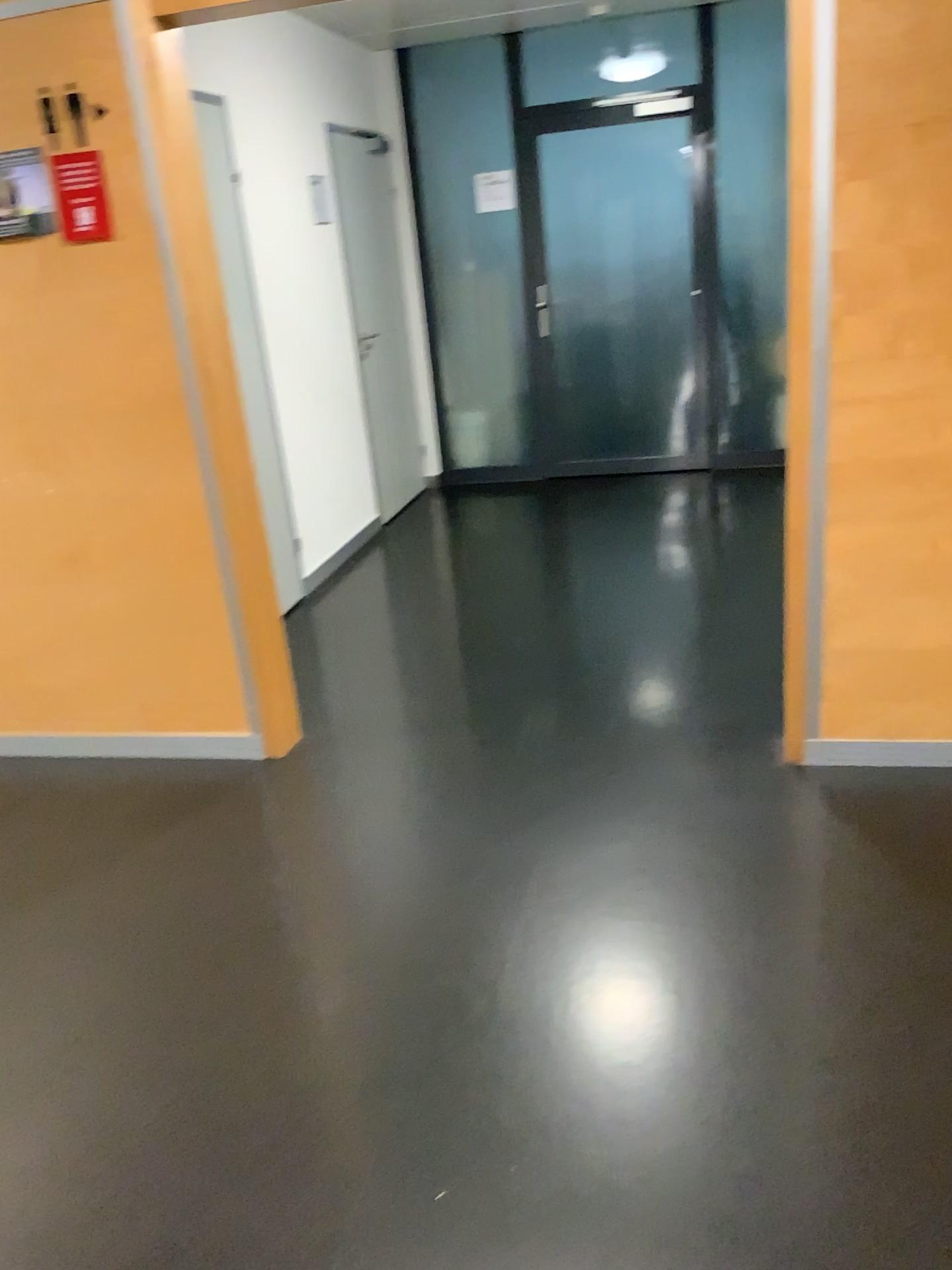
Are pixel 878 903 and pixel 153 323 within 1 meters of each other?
no

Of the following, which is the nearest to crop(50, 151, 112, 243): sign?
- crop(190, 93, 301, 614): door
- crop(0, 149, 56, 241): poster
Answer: crop(0, 149, 56, 241): poster

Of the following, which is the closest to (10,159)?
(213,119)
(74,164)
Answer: (74,164)

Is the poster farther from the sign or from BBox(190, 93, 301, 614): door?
BBox(190, 93, 301, 614): door

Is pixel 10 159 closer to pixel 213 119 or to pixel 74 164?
pixel 74 164

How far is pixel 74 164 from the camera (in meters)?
2.76

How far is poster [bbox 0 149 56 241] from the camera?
2.77m

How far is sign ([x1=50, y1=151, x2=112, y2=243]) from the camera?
2.8 meters
